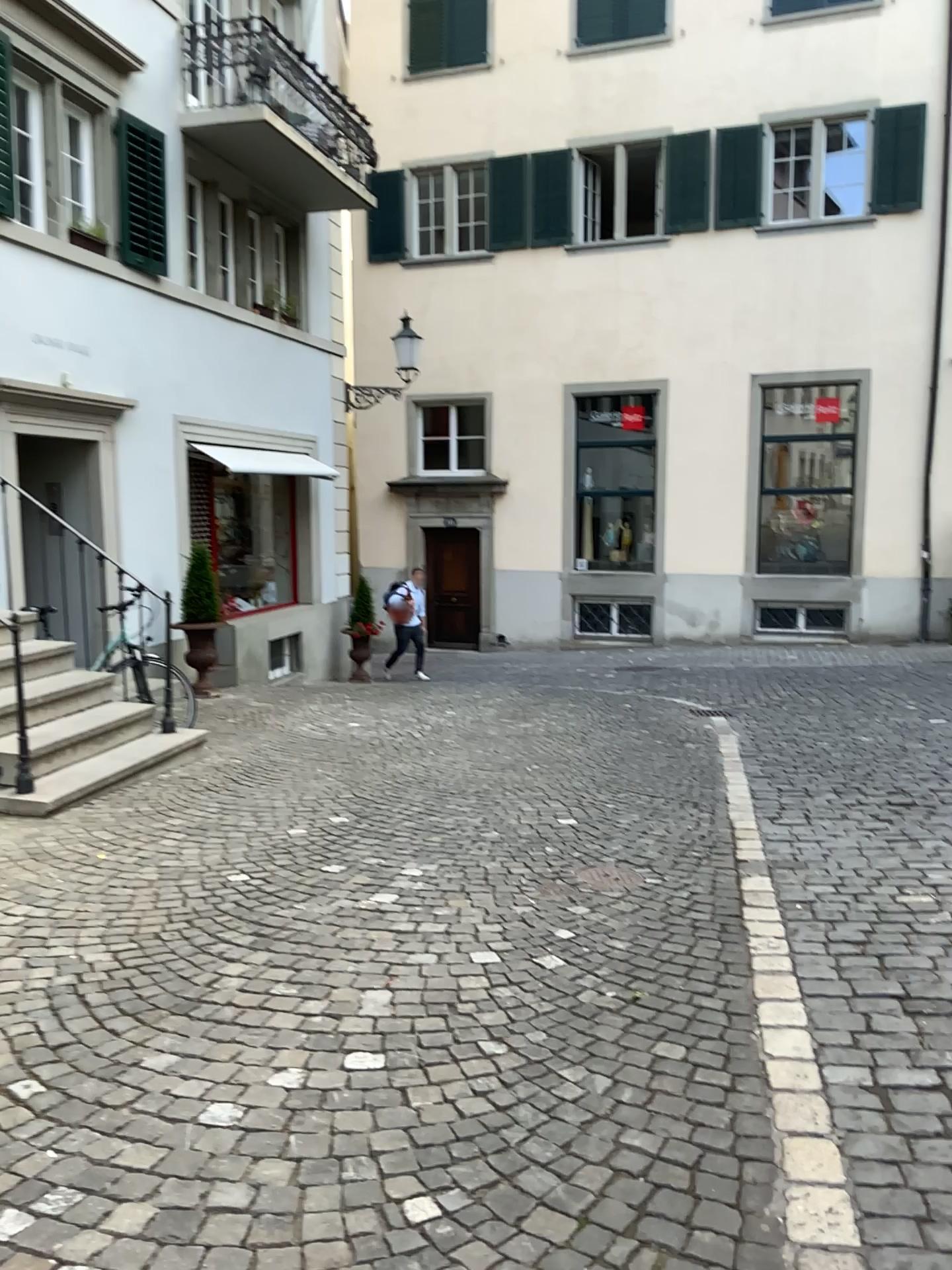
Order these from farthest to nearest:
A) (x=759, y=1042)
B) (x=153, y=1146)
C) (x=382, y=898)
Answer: (x=382, y=898) → (x=759, y=1042) → (x=153, y=1146)
